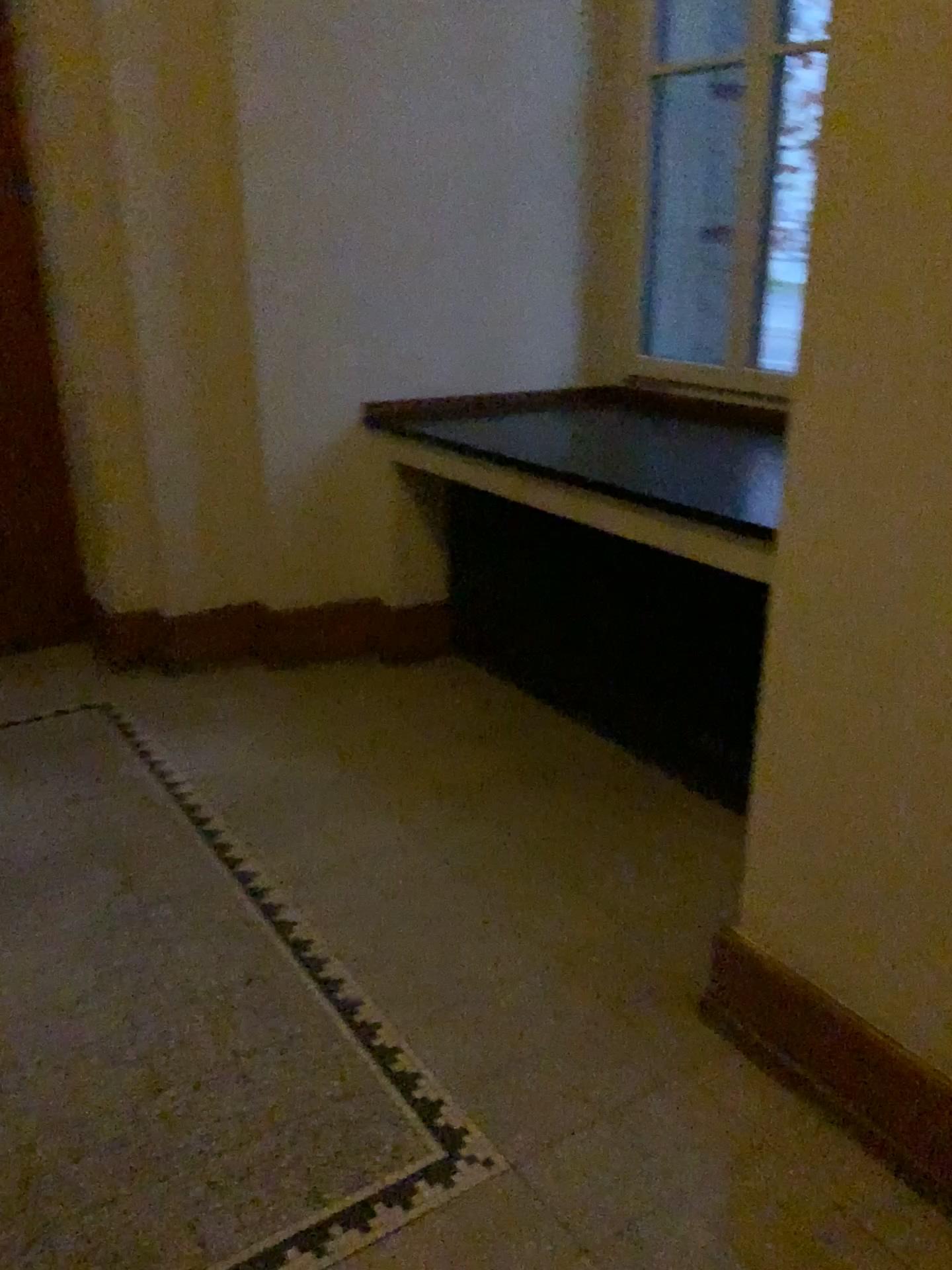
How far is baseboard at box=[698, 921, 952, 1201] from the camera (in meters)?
1.76

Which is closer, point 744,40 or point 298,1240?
point 298,1240

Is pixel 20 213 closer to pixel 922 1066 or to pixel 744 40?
pixel 744 40

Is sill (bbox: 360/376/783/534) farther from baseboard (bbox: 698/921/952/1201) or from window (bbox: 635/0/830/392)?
baseboard (bbox: 698/921/952/1201)

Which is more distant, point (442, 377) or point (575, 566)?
point (442, 377)

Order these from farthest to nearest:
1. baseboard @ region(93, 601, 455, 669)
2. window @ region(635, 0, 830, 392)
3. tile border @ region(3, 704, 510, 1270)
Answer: baseboard @ region(93, 601, 455, 669)
window @ region(635, 0, 830, 392)
tile border @ region(3, 704, 510, 1270)

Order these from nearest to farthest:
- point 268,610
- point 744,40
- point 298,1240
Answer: point 298,1240 < point 744,40 < point 268,610

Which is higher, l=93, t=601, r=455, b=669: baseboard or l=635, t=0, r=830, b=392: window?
l=635, t=0, r=830, b=392: window

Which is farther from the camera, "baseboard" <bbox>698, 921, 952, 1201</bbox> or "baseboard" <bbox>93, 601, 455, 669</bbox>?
"baseboard" <bbox>93, 601, 455, 669</bbox>

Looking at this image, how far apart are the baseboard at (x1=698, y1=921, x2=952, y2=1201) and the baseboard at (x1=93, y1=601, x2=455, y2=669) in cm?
202
